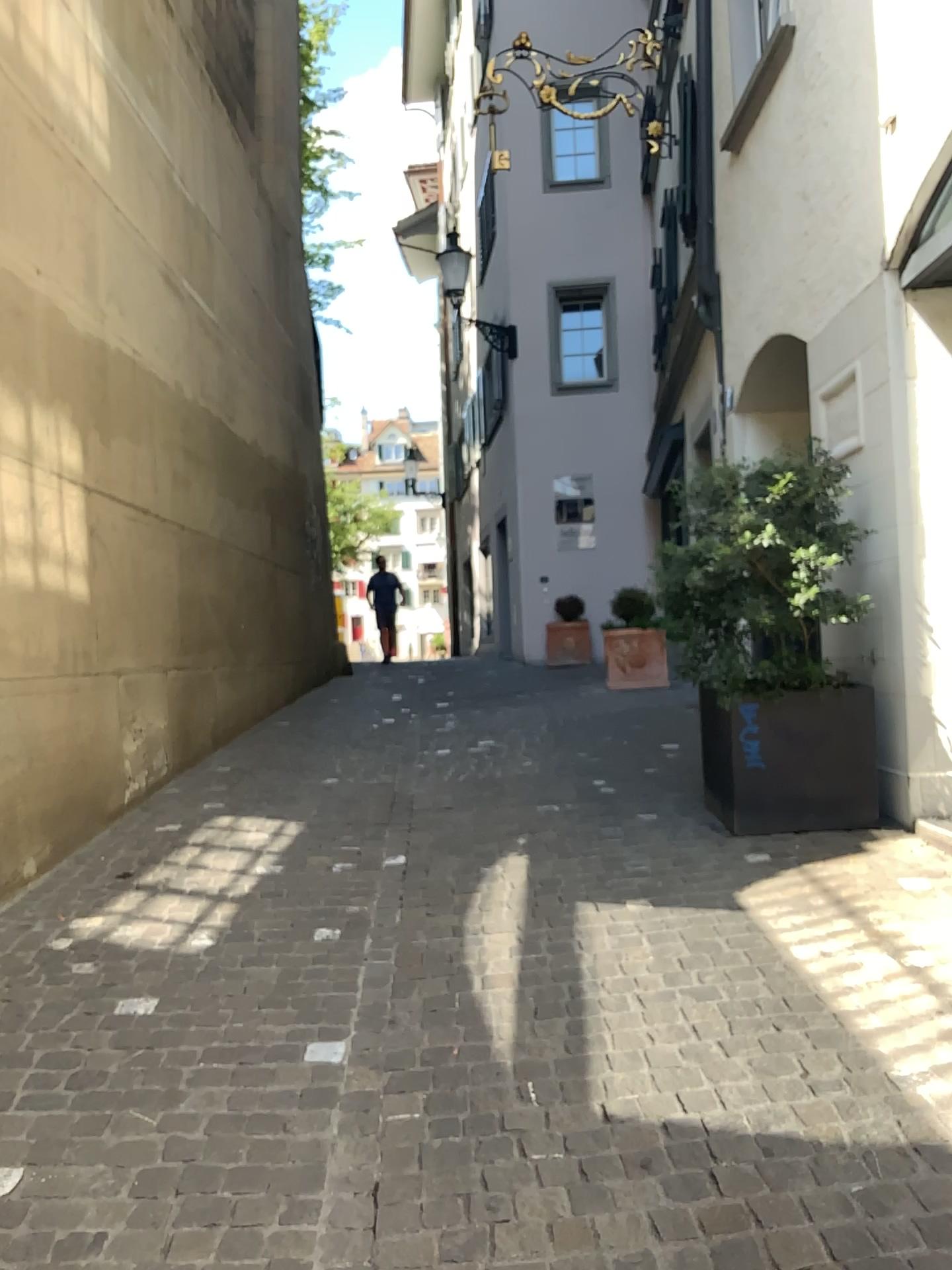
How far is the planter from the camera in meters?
4.5 m

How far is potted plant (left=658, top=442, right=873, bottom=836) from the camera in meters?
4.4

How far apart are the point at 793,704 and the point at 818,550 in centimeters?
65cm

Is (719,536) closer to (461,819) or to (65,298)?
(461,819)

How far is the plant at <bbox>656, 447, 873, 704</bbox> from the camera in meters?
4.4

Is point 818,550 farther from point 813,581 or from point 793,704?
point 793,704

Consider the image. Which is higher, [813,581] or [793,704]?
[813,581]
